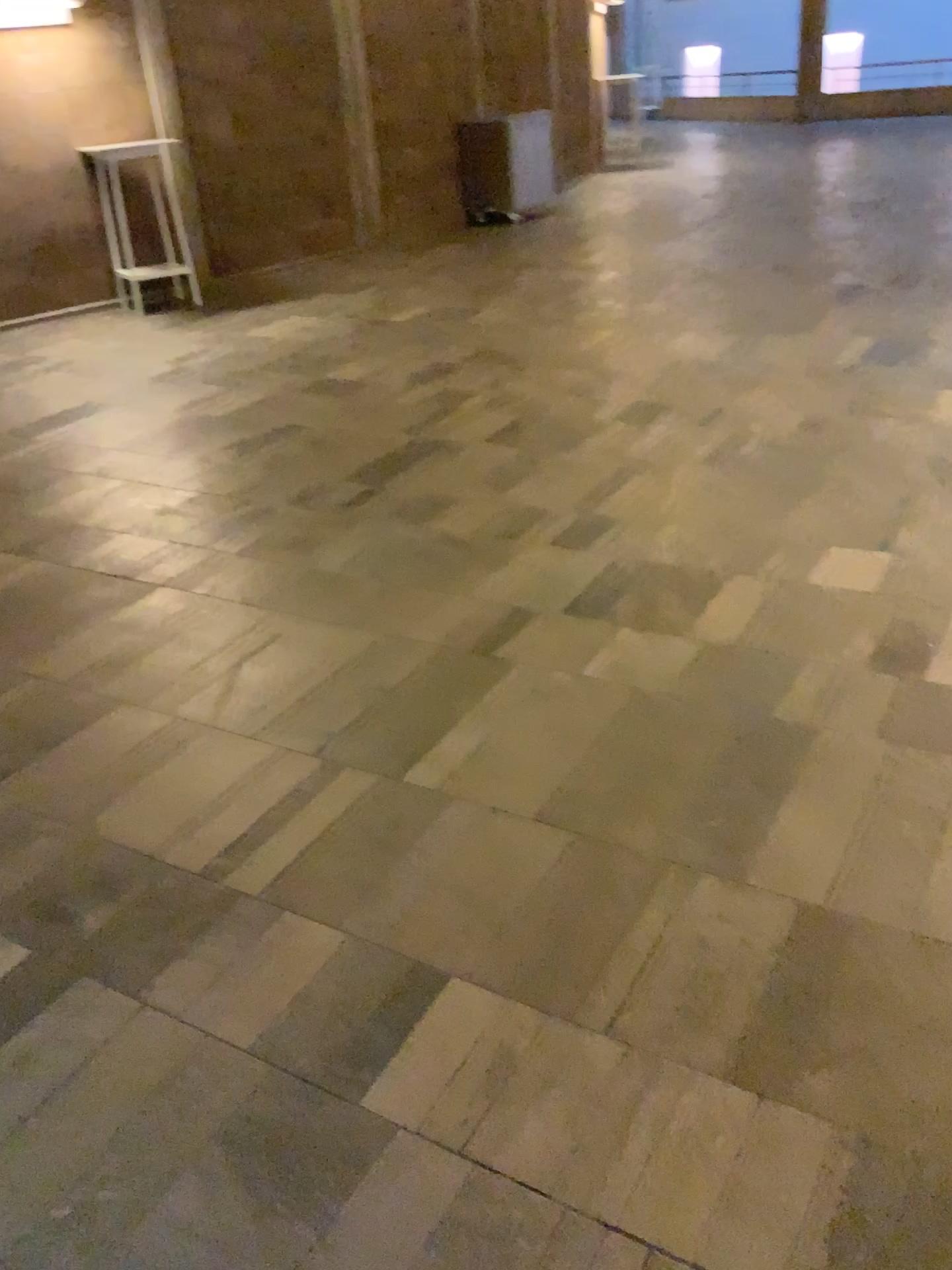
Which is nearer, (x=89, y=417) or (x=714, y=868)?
(x=714, y=868)
